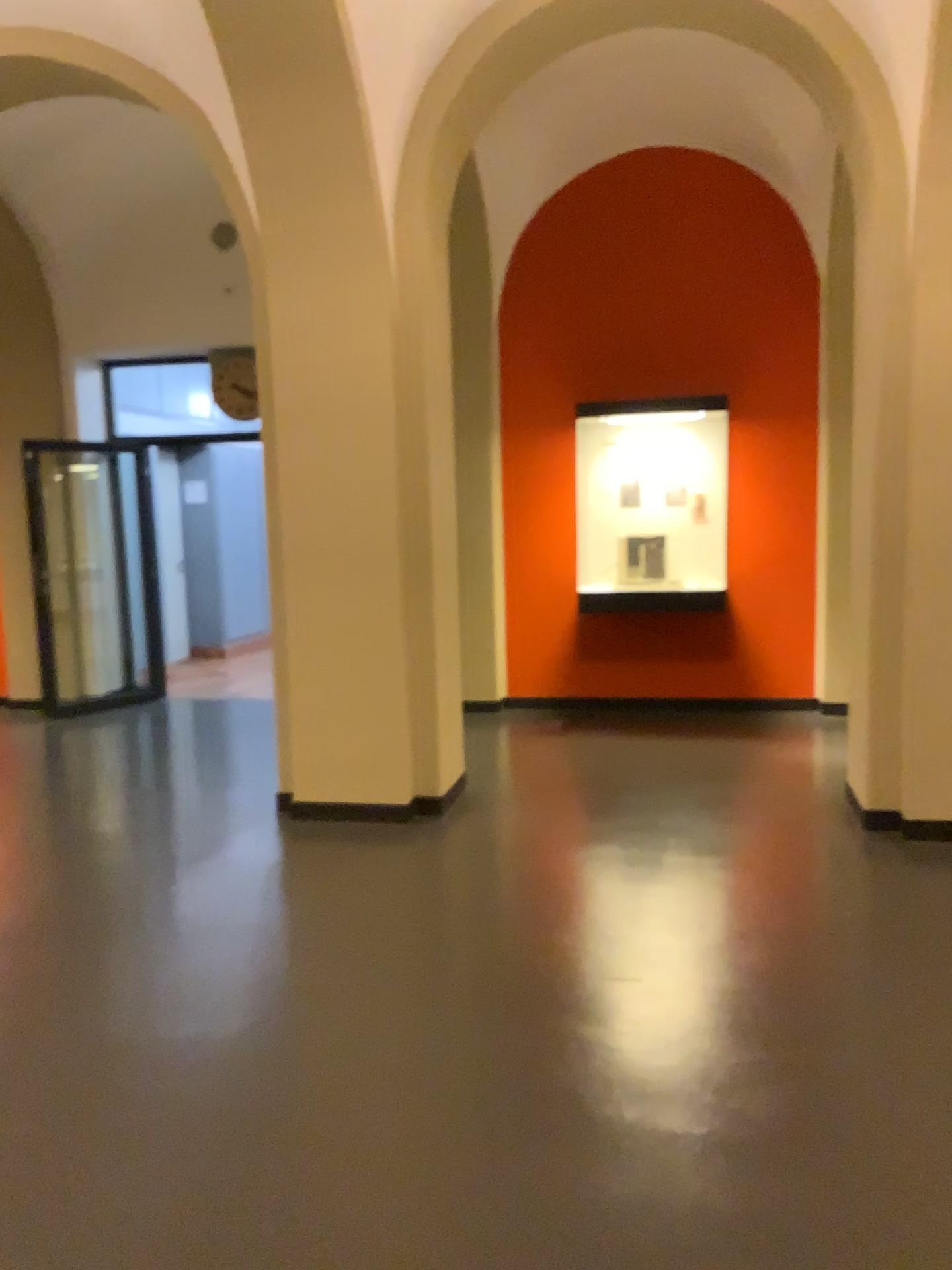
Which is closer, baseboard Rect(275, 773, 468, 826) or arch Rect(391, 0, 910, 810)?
arch Rect(391, 0, 910, 810)

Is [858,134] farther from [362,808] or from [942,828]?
[362,808]

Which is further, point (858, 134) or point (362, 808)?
point (362, 808)

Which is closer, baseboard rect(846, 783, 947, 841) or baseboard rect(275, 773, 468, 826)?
baseboard rect(846, 783, 947, 841)

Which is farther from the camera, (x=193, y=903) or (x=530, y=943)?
(x=193, y=903)

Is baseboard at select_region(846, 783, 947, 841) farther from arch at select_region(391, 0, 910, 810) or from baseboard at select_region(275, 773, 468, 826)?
baseboard at select_region(275, 773, 468, 826)

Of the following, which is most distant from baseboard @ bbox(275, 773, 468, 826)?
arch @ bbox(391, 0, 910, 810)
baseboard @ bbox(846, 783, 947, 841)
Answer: baseboard @ bbox(846, 783, 947, 841)

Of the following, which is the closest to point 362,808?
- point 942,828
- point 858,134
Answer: point 942,828
